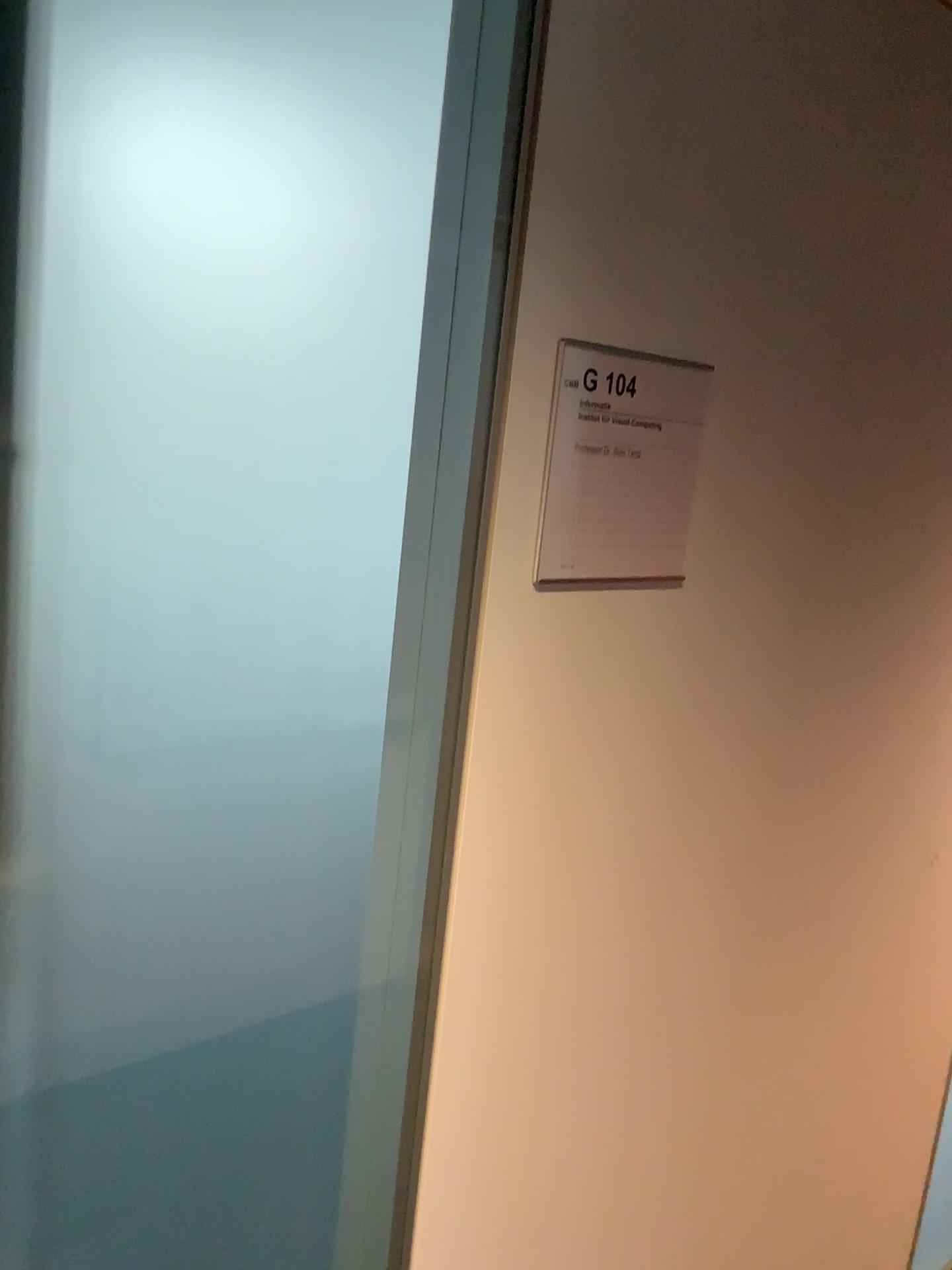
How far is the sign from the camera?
0.94m

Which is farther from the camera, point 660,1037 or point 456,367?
point 660,1037

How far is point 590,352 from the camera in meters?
0.9

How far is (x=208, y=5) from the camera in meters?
0.8 m

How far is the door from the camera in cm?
76

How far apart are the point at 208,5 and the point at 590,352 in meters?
0.4
